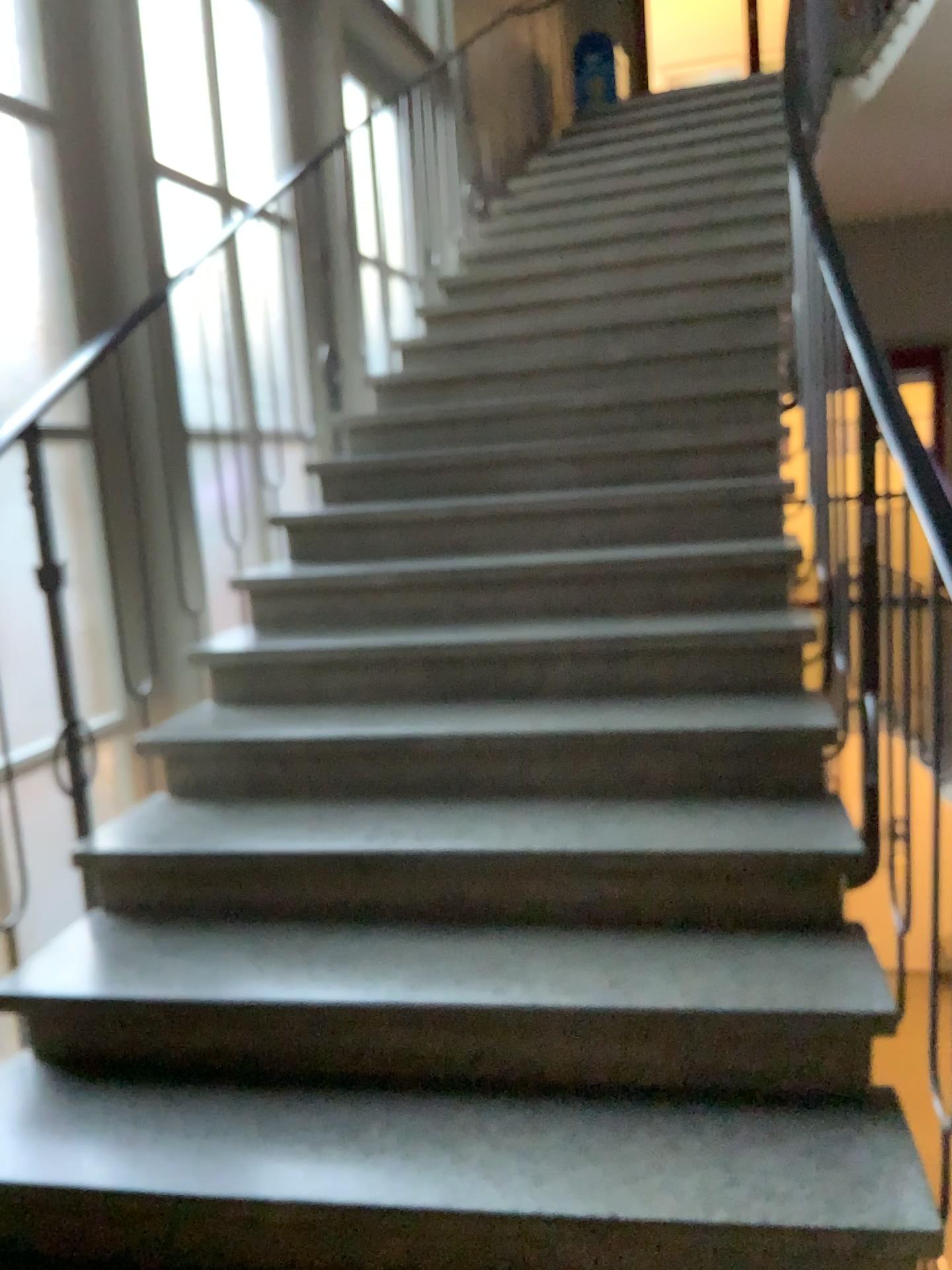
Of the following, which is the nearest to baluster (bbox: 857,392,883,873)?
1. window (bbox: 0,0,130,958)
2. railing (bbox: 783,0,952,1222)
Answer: railing (bbox: 783,0,952,1222)

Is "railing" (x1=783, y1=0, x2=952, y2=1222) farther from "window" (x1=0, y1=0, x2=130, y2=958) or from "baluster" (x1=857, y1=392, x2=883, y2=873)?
"window" (x1=0, y1=0, x2=130, y2=958)

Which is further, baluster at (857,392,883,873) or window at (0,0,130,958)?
window at (0,0,130,958)

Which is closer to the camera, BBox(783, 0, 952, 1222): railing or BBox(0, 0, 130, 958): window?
BBox(783, 0, 952, 1222): railing

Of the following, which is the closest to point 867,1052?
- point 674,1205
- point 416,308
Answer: point 674,1205

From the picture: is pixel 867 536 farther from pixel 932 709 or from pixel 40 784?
pixel 40 784

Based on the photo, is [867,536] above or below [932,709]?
above

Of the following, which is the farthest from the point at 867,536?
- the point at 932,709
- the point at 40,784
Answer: the point at 40,784
